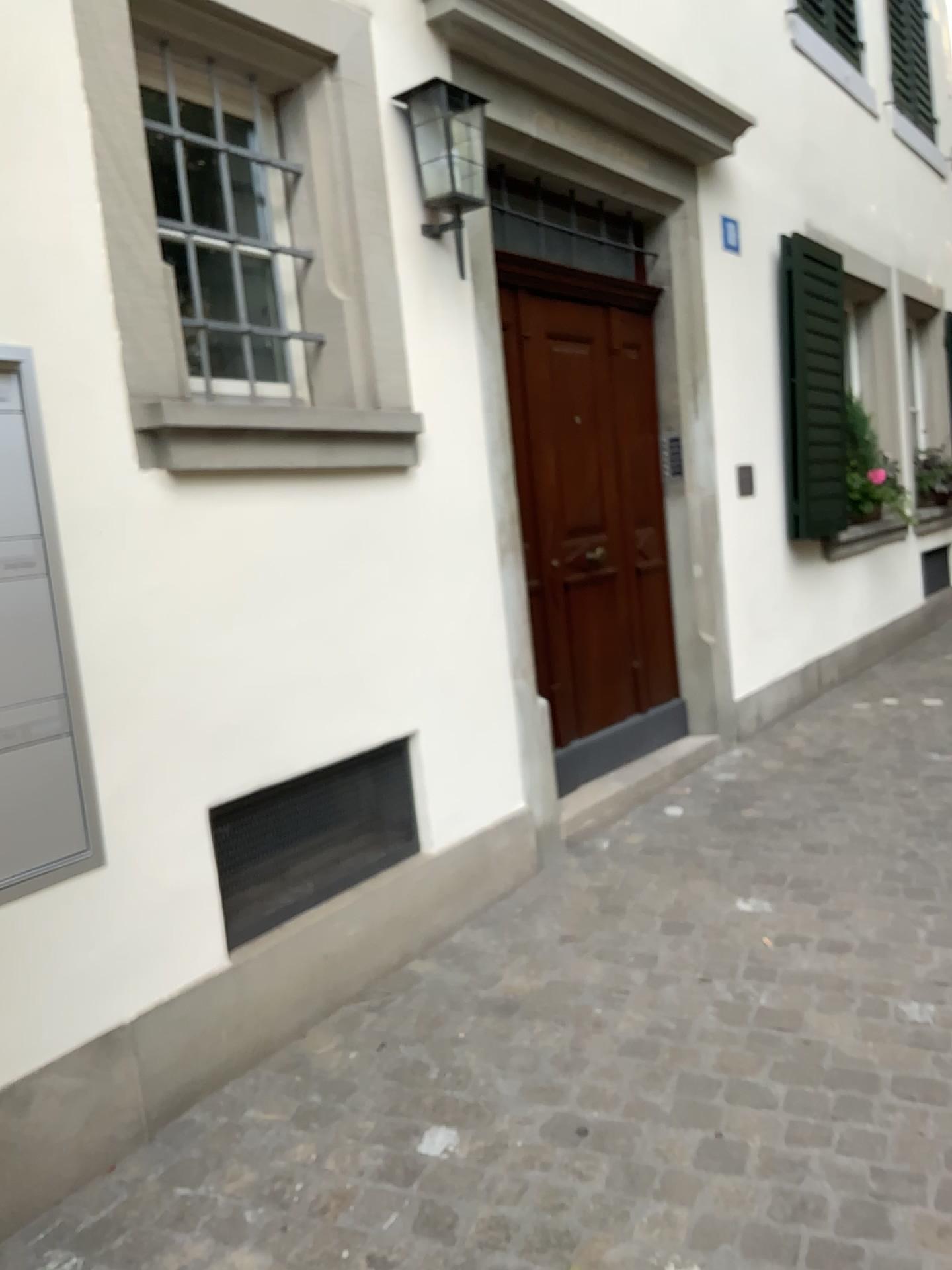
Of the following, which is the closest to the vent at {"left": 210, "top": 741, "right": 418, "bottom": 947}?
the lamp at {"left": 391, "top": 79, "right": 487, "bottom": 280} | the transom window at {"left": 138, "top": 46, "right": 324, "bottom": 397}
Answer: the transom window at {"left": 138, "top": 46, "right": 324, "bottom": 397}

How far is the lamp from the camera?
3.21m

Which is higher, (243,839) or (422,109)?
(422,109)

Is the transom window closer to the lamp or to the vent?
the lamp

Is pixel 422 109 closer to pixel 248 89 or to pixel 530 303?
pixel 248 89

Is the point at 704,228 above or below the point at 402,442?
above

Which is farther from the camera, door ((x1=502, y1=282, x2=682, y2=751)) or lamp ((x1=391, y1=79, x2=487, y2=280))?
door ((x1=502, y1=282, x2=682, y2=751))

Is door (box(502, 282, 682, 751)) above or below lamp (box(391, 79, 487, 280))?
below

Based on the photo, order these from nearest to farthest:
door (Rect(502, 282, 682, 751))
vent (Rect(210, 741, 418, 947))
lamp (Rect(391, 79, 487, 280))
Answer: vent (Rect(210, 741, 418, 947)) < lamp (Rect(391, 79, 487, 280)) < door (Rect(502, 282, 682, 751))

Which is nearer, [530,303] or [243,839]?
[243,839]
